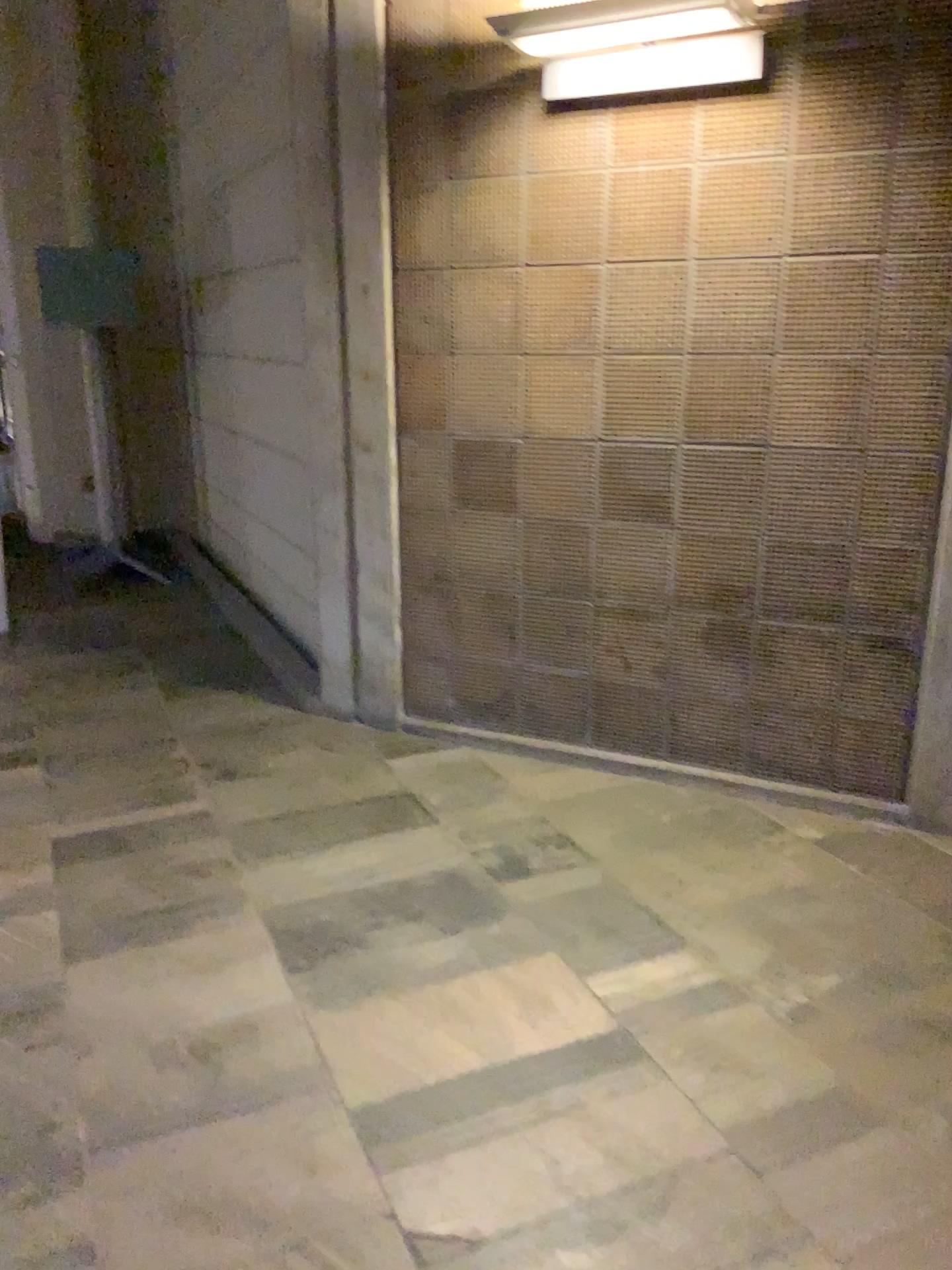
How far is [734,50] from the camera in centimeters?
275cm

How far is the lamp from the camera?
2.8m

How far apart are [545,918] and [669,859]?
0.5 meters

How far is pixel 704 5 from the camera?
2.8m

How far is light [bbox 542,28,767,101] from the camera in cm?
275
